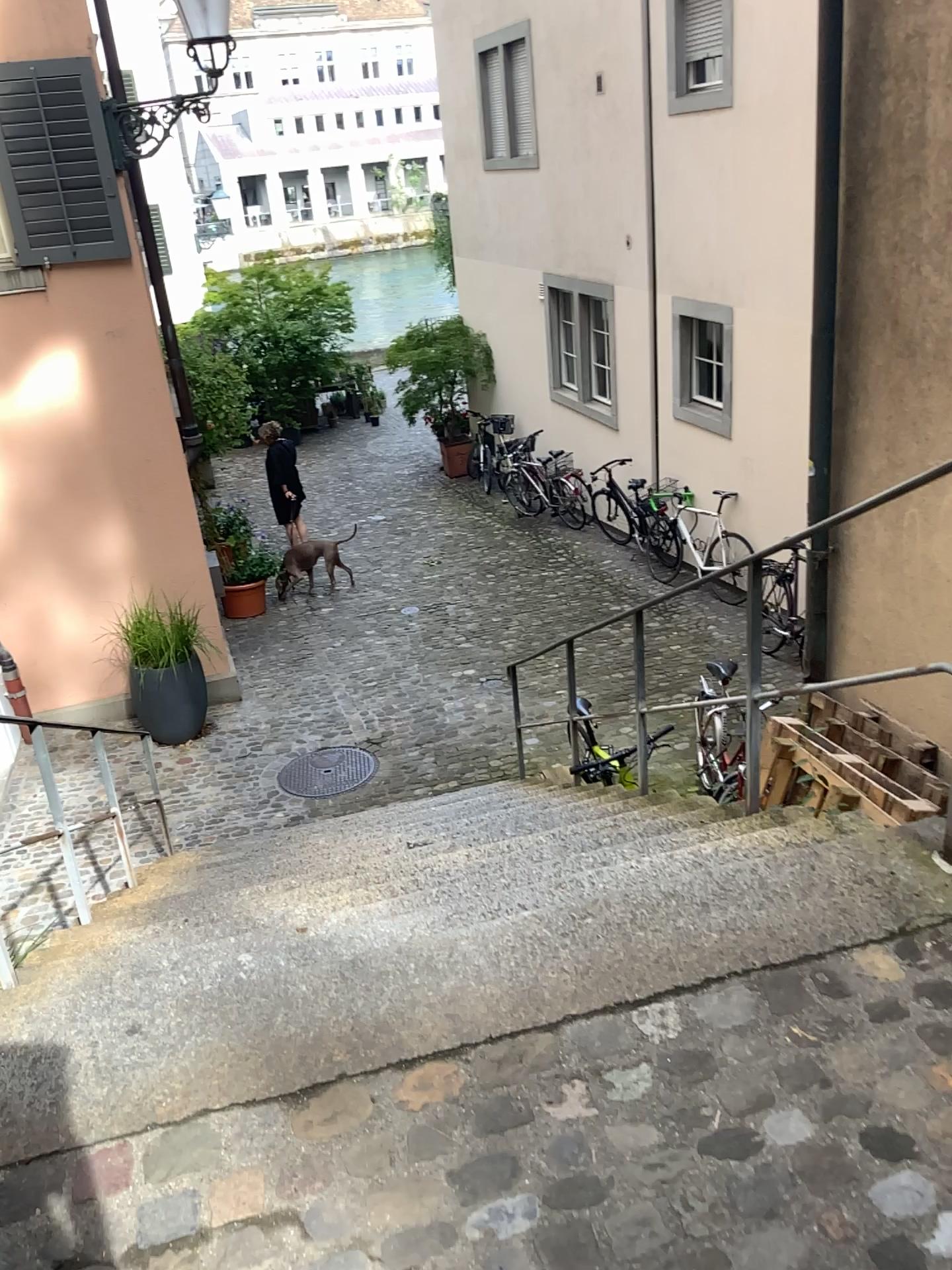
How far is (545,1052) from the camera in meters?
1.9
